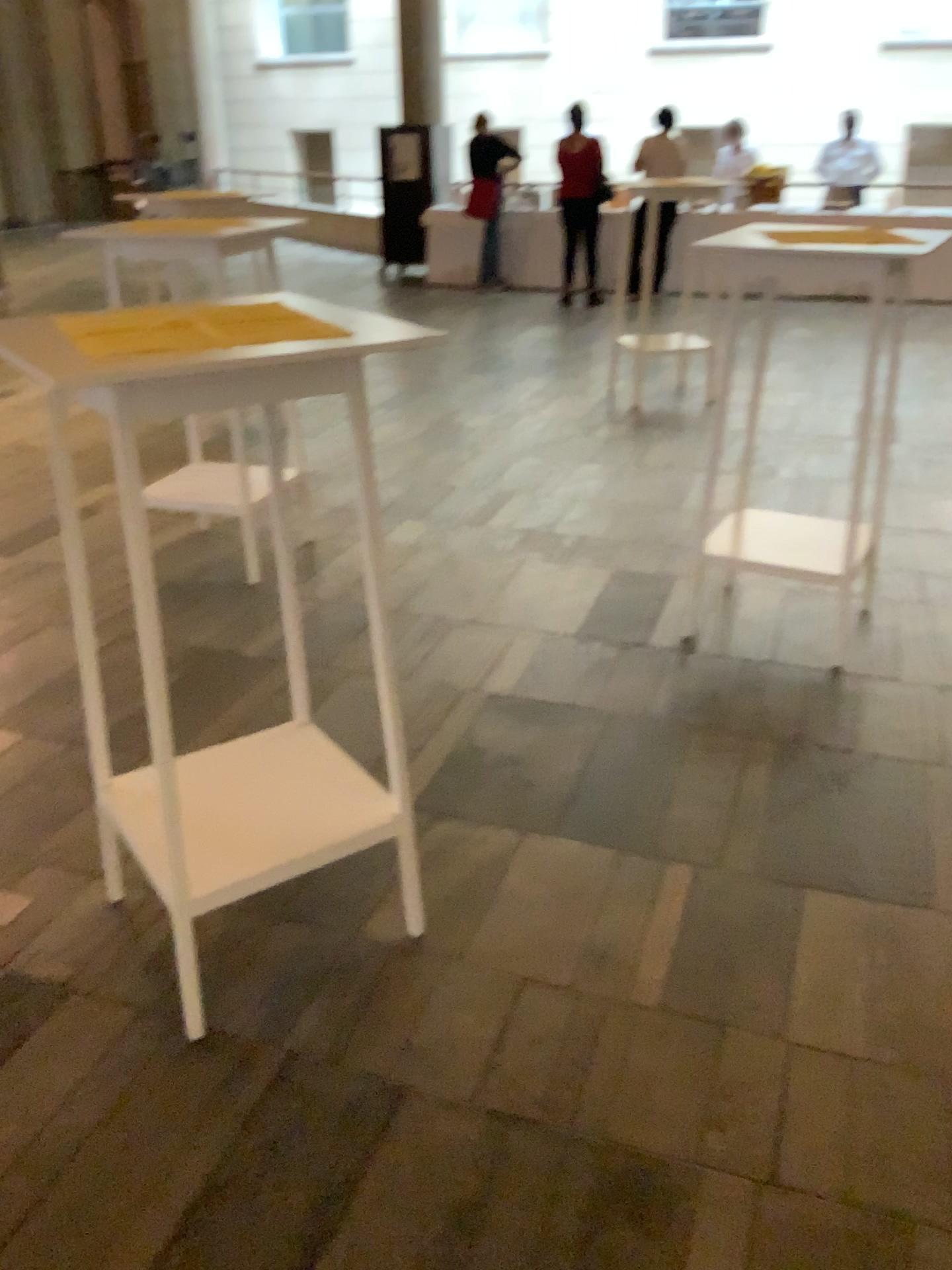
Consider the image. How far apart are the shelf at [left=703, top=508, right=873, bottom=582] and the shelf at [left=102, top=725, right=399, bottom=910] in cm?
158

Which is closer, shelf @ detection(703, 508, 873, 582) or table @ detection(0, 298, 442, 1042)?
table @ detection(0, 298, 442, 1042)

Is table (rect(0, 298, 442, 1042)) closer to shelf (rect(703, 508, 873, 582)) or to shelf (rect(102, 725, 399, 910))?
shelf (rect(102, 725, 399, 910))

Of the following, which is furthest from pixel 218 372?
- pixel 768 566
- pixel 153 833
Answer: pixel 768 566

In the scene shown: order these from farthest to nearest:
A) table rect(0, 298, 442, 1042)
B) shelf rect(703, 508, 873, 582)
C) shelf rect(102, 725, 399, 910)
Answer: shelf rect(703, 508, 873, 582) < shelf rect(102, 725, 399, 910) < table rect(0, 298, 442, 1042)

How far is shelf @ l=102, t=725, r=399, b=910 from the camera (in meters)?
1.91

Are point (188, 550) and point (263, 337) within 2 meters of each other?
no

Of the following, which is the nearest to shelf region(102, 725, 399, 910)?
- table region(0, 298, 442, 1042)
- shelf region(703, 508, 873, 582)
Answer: table region(0, 298, 442, 1042)

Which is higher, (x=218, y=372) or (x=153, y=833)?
(x=218, y=372)

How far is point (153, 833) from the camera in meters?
1.9
